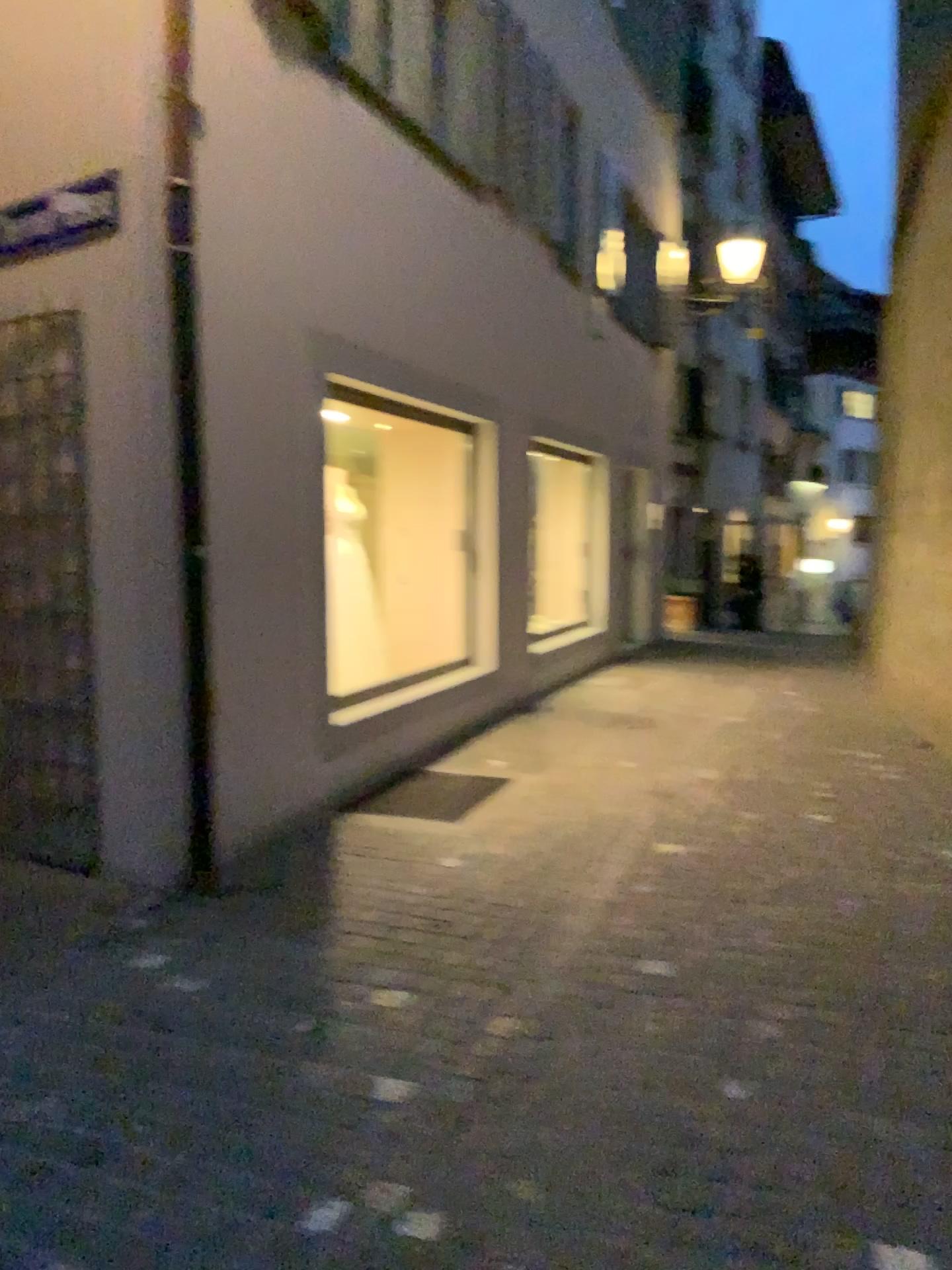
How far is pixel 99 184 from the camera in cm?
375

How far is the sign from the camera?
3.8 meters

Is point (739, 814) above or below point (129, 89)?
below

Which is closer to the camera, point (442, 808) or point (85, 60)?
point (85, 60)

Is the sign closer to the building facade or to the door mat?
the building facade

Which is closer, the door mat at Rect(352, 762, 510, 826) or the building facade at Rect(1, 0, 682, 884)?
Answer: the building facade at Rect(1, 0, 682, 884)

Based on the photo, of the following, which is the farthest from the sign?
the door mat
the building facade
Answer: the door mat

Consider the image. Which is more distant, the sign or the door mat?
the door mat

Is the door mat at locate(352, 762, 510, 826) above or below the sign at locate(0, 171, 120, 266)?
below

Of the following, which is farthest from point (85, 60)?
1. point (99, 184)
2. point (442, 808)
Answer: point (442, 808)
